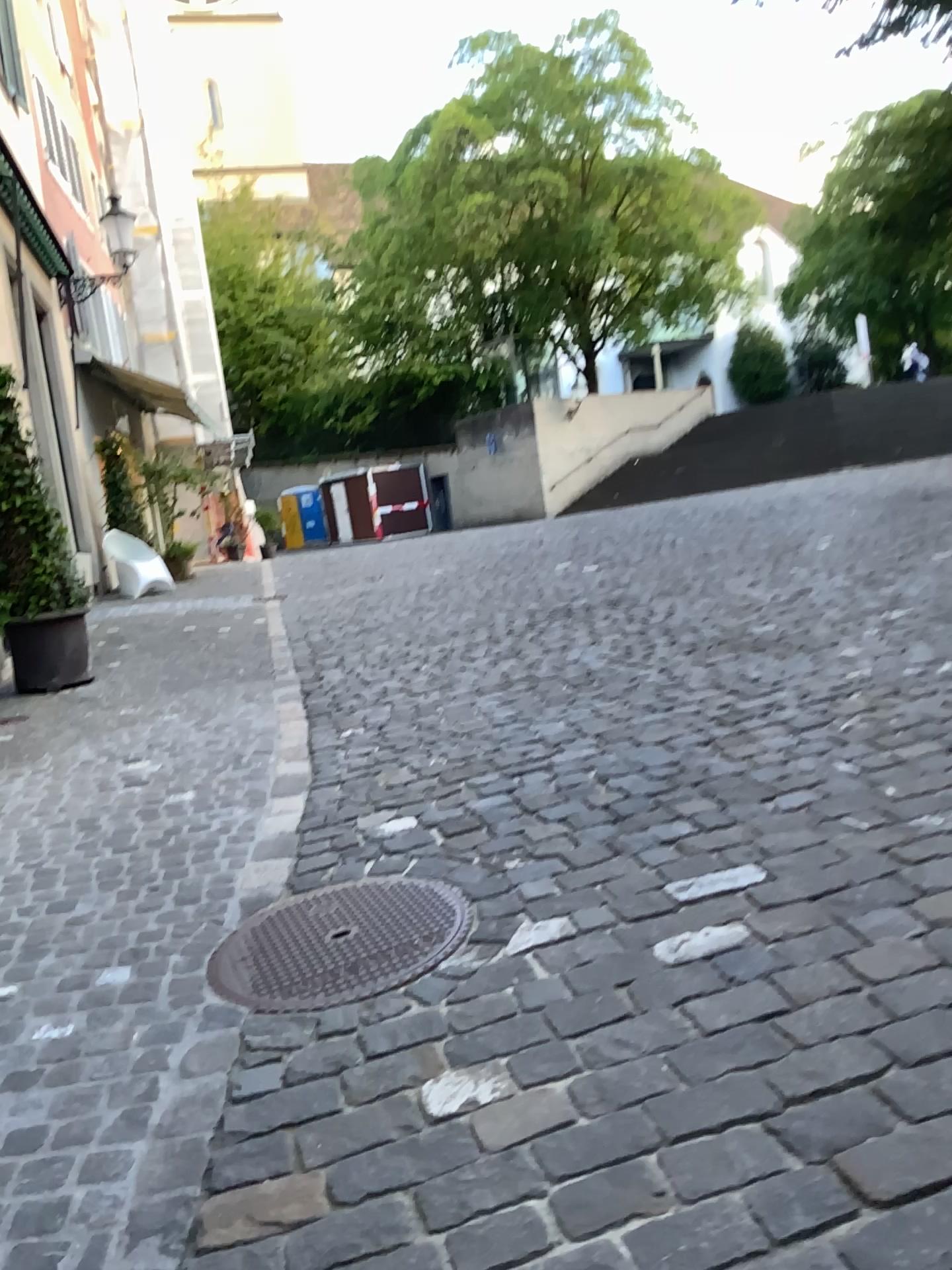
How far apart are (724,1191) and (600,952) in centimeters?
81cm
